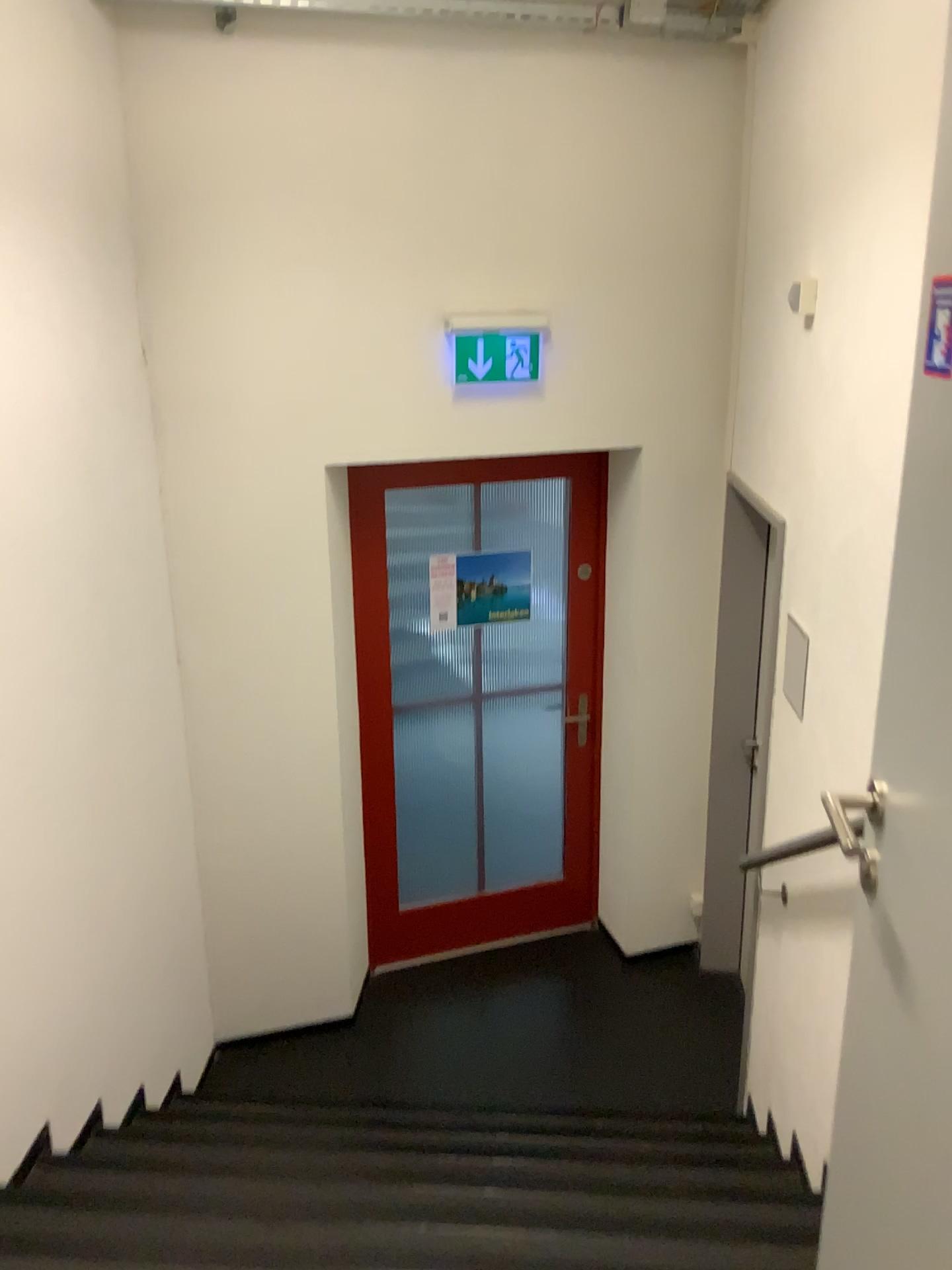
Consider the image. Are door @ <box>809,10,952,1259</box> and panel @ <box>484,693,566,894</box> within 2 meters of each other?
no

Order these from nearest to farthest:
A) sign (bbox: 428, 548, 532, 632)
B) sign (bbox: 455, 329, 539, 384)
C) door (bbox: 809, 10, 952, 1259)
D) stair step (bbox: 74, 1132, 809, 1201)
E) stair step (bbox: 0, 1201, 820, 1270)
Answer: door (bbox: 809, 10, 952, 1259) → stair step (bbox: 0, 1201, 820, 1270) → stair step (bbox: 74, 1132, 809, 1201) → sign (bbox: 455, 329, 539, 384) → sign (bbox: 428, 548, 532, 632)

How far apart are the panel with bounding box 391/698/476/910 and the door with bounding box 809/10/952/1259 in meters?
3.1

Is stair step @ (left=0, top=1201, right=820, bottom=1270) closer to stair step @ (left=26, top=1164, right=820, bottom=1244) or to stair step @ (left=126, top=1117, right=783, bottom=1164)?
stair step @ (left=26, top=1164, right=820, bottom=1244)

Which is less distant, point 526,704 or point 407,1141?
point 407,1141

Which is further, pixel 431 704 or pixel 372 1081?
pixel 431 704

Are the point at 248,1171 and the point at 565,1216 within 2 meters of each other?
yes

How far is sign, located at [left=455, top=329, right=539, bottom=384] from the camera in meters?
3.5 m

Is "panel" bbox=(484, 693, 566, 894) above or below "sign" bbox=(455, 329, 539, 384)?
below

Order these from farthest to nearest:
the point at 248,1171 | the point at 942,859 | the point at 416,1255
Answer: the point at 248,1171
the point at 416,1255
the point at 942,859
